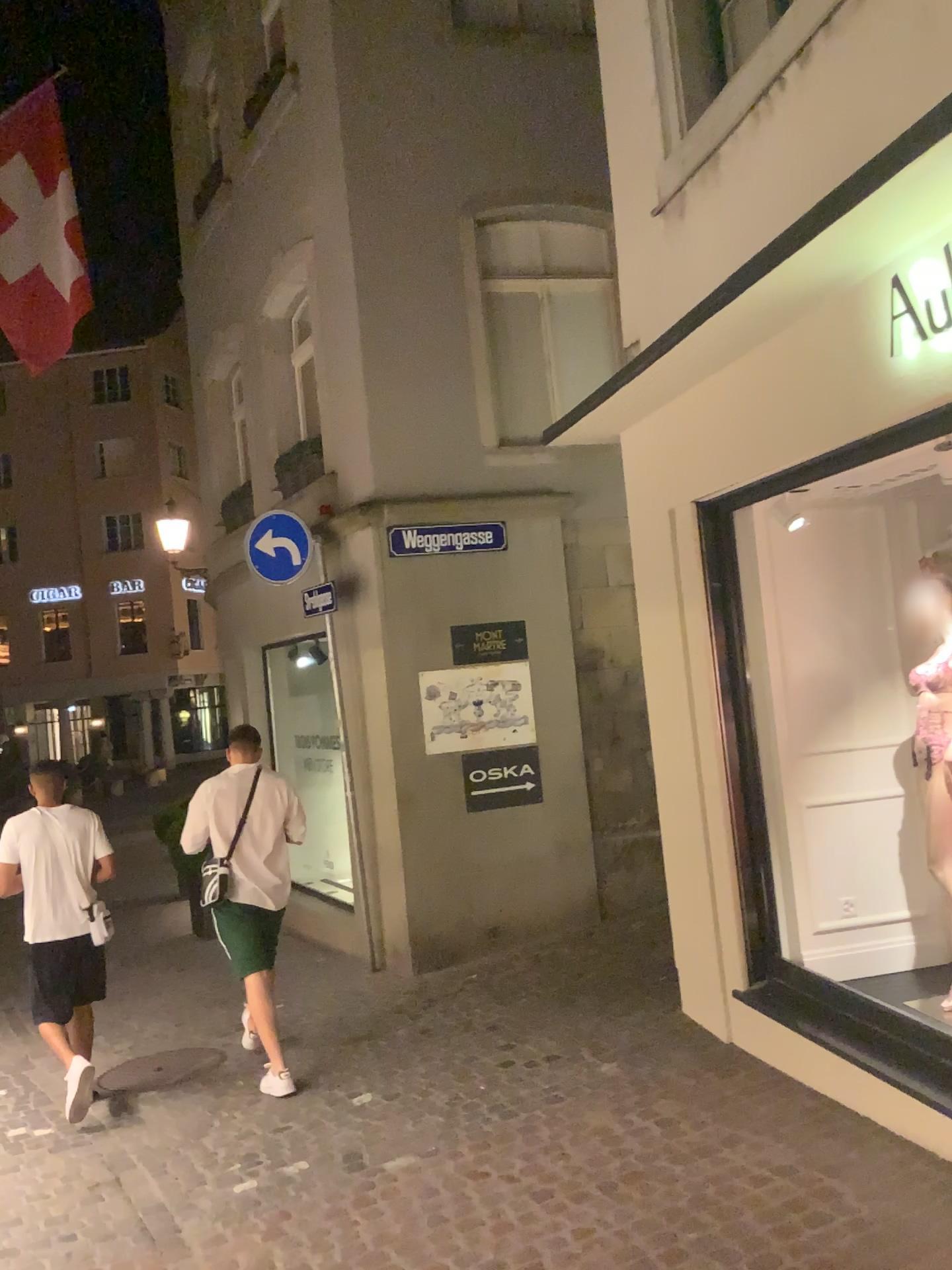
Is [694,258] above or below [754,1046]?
above
